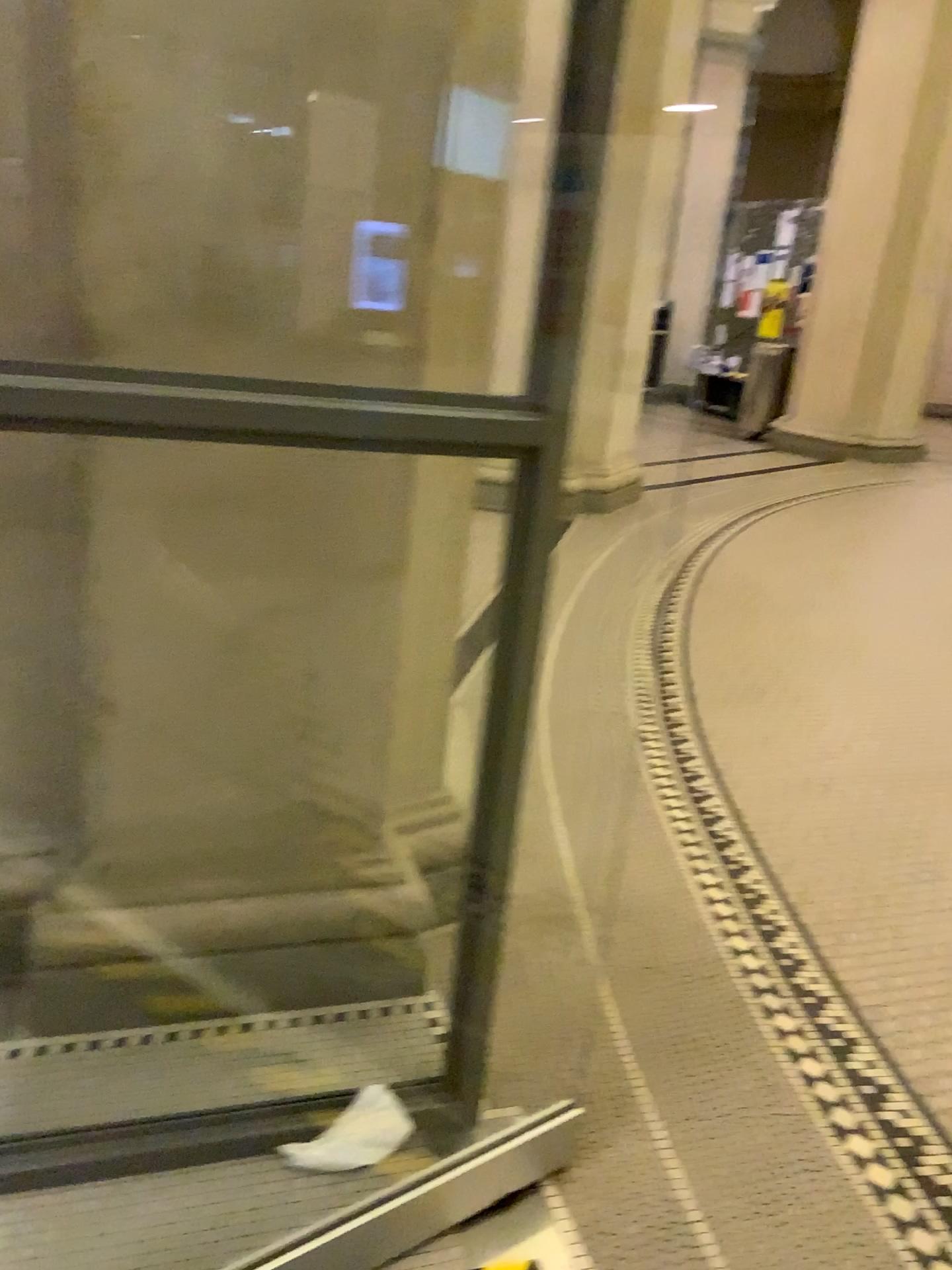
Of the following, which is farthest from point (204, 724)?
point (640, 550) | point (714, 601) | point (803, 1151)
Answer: point (640, 550)
